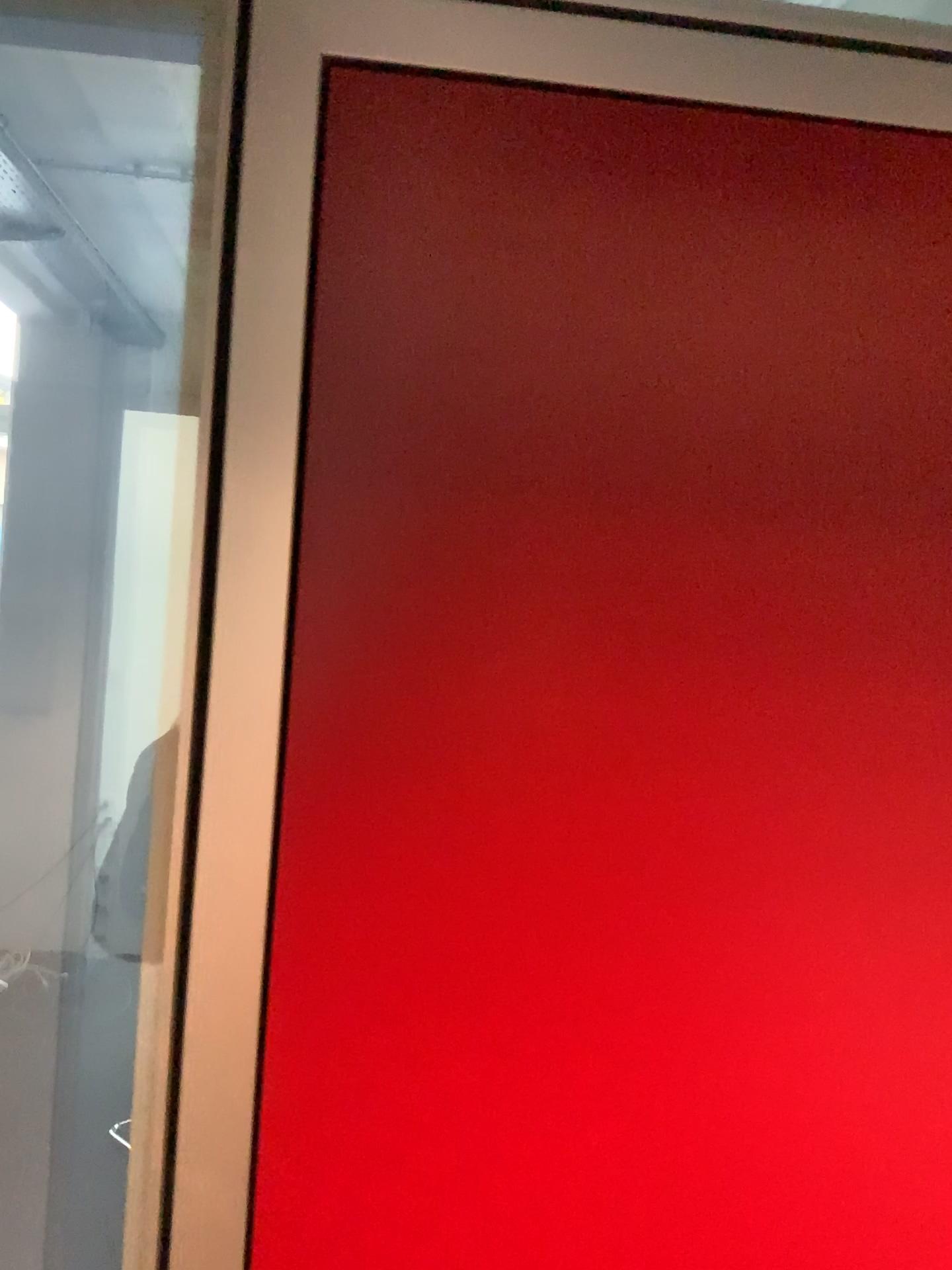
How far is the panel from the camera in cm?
73

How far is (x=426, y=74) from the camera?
0.7m

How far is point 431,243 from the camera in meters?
0.7

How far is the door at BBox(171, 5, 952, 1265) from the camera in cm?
73

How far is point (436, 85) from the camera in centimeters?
73cm
